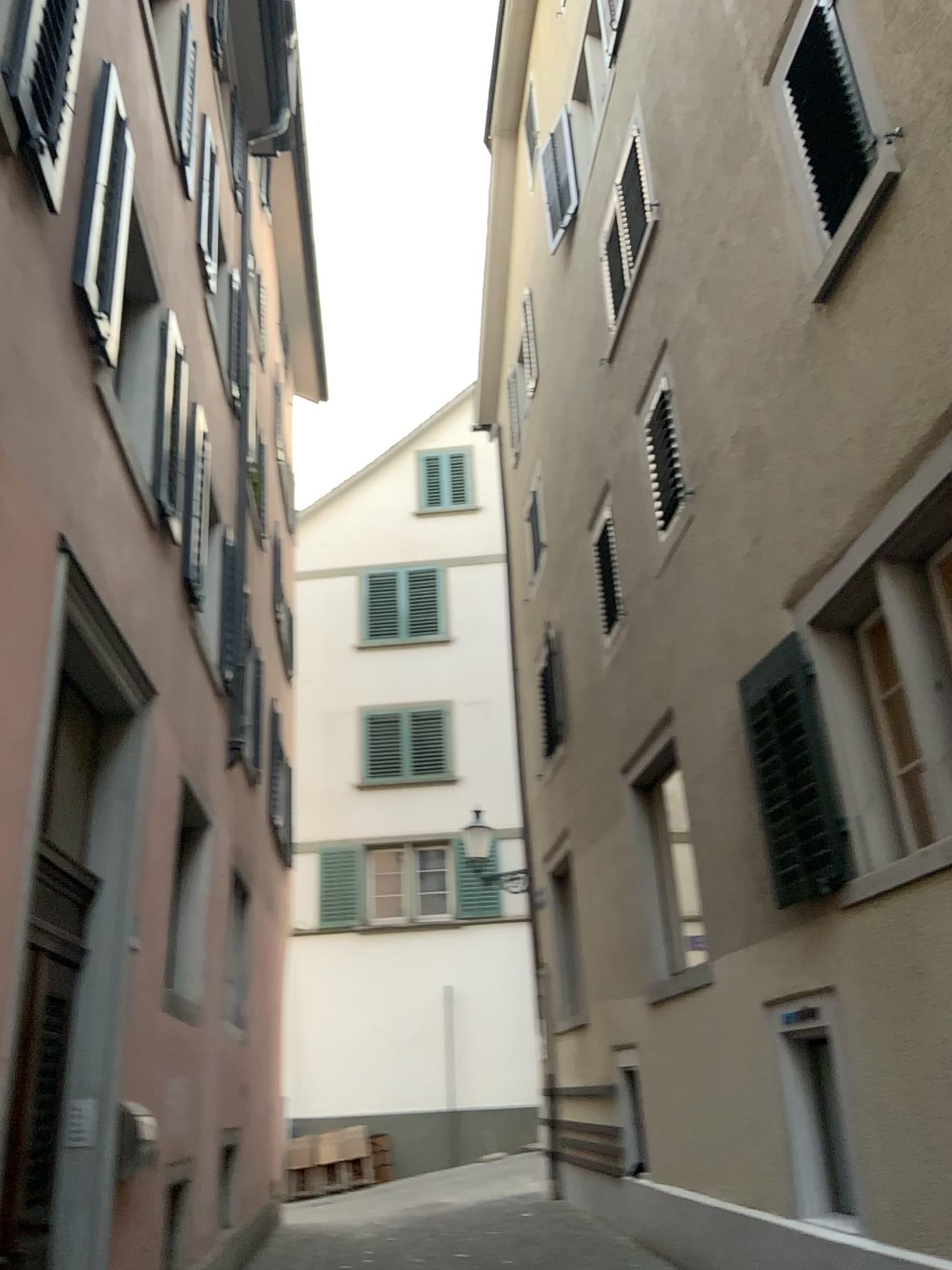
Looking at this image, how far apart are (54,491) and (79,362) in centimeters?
87cm
